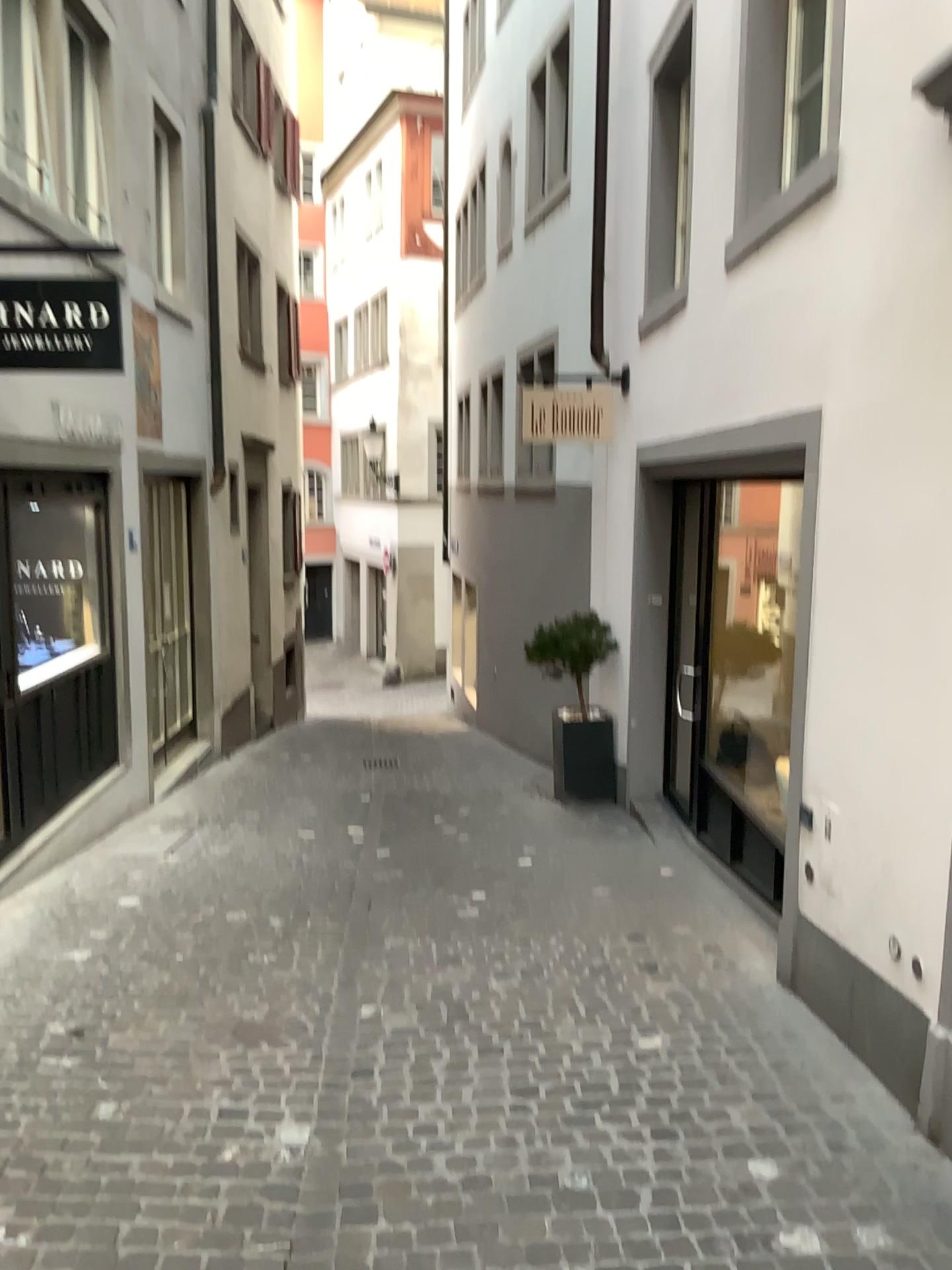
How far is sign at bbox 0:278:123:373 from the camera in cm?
437

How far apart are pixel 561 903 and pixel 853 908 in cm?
190

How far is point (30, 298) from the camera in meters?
4.4 m
